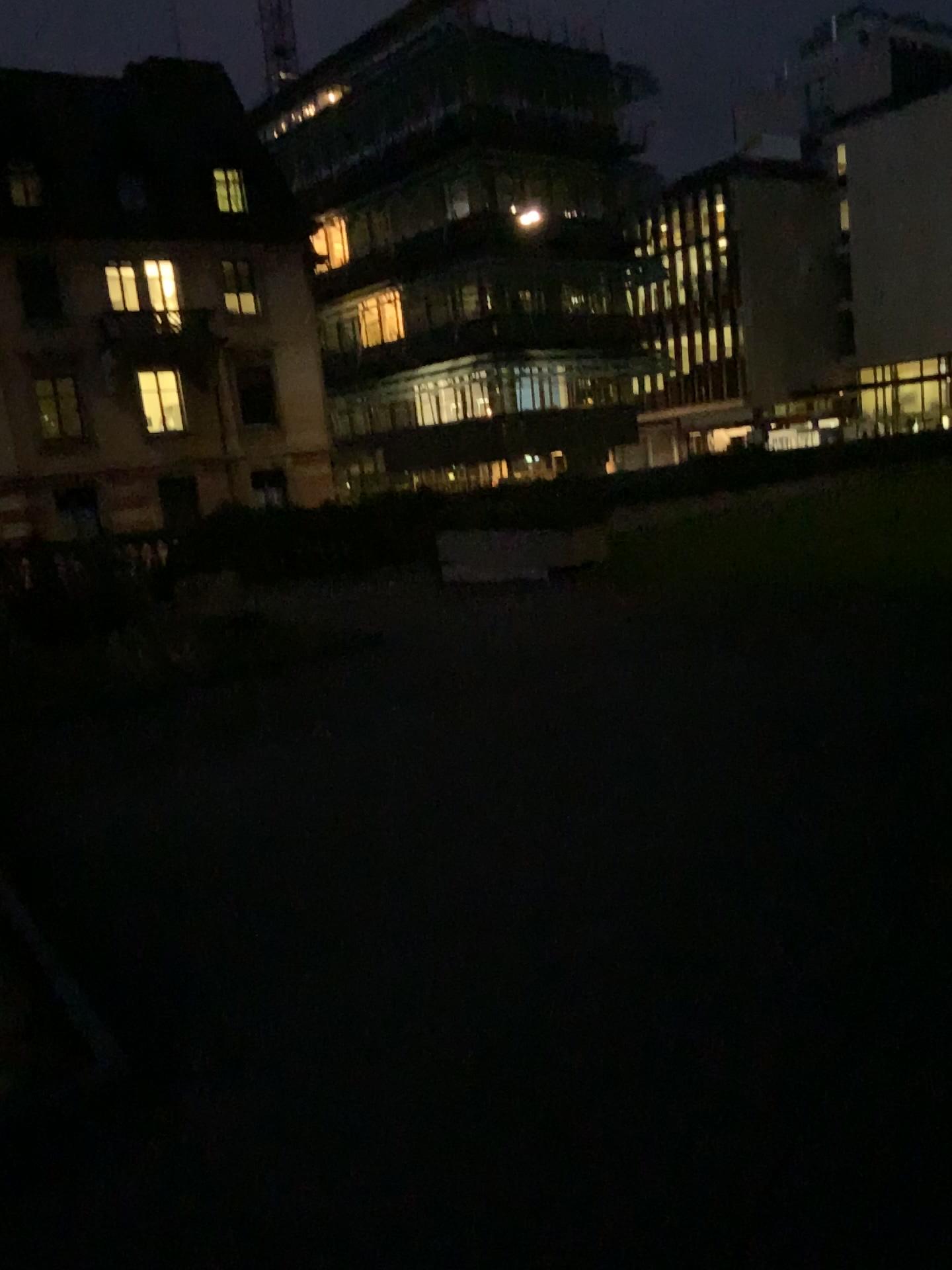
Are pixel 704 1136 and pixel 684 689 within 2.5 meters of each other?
no
